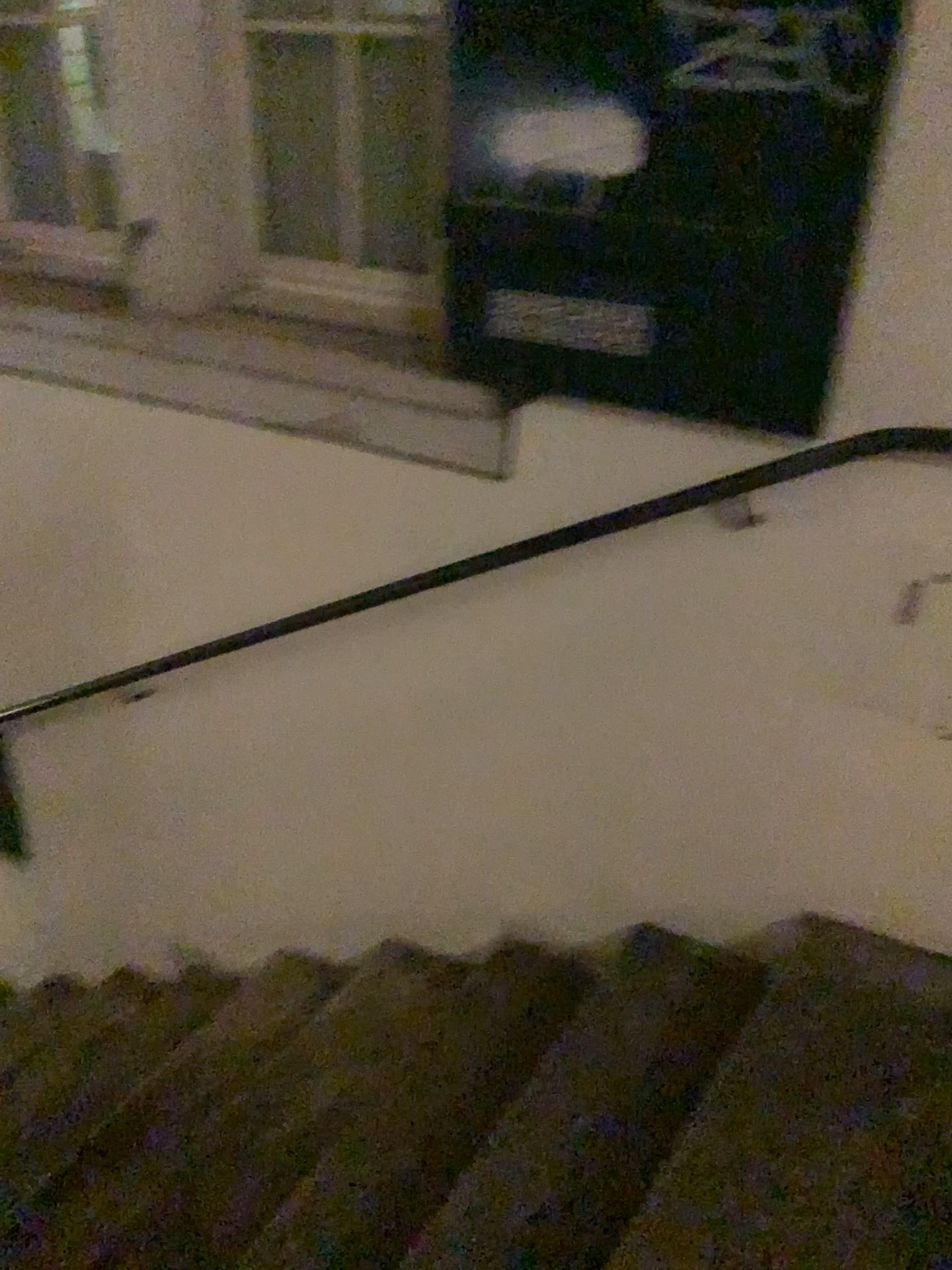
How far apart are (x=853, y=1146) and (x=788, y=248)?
1.2m

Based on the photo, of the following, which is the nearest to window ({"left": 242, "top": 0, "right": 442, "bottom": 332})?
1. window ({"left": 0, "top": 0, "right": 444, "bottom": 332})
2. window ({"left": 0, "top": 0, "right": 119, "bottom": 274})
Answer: window ({"left": 0, "top": 0, "right": 444, "bottom": 332})

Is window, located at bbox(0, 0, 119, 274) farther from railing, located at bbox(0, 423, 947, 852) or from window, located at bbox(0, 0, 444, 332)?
railing, located at bbox(0, 423, 947, 852)

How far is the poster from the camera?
1.4 meters

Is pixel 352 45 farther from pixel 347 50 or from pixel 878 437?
pixel 878 437

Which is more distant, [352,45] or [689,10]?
[352,45]

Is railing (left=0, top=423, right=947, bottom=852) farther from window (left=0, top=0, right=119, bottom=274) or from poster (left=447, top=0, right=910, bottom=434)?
window (left=0, top=0, right=119, bottom=274)

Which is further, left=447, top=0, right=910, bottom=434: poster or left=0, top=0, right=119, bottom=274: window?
left=0, top=0, right=119, bottom=274: window

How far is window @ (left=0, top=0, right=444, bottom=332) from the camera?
1.89m

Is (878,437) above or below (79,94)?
below
